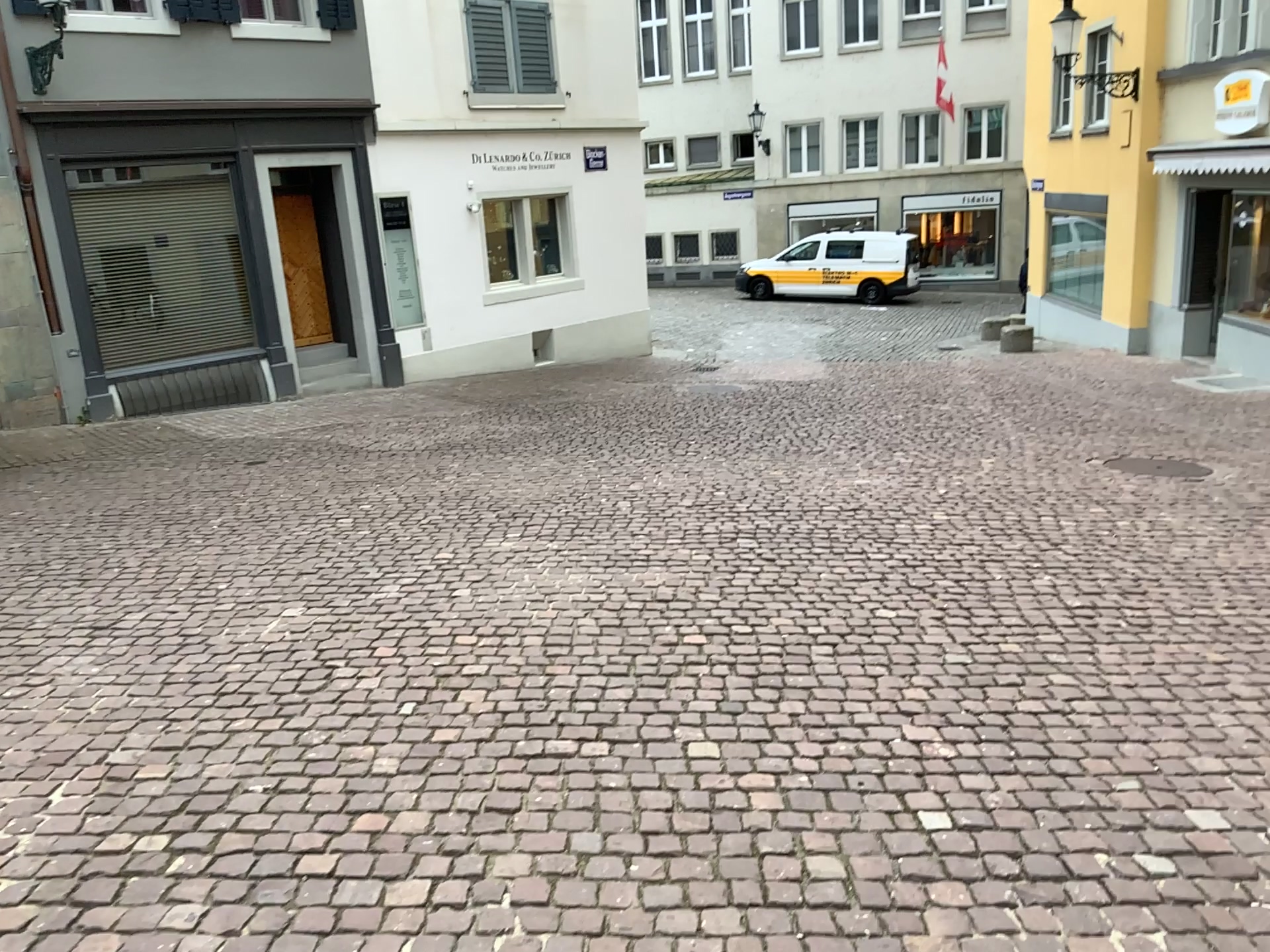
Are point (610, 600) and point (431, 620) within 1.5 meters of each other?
yes
